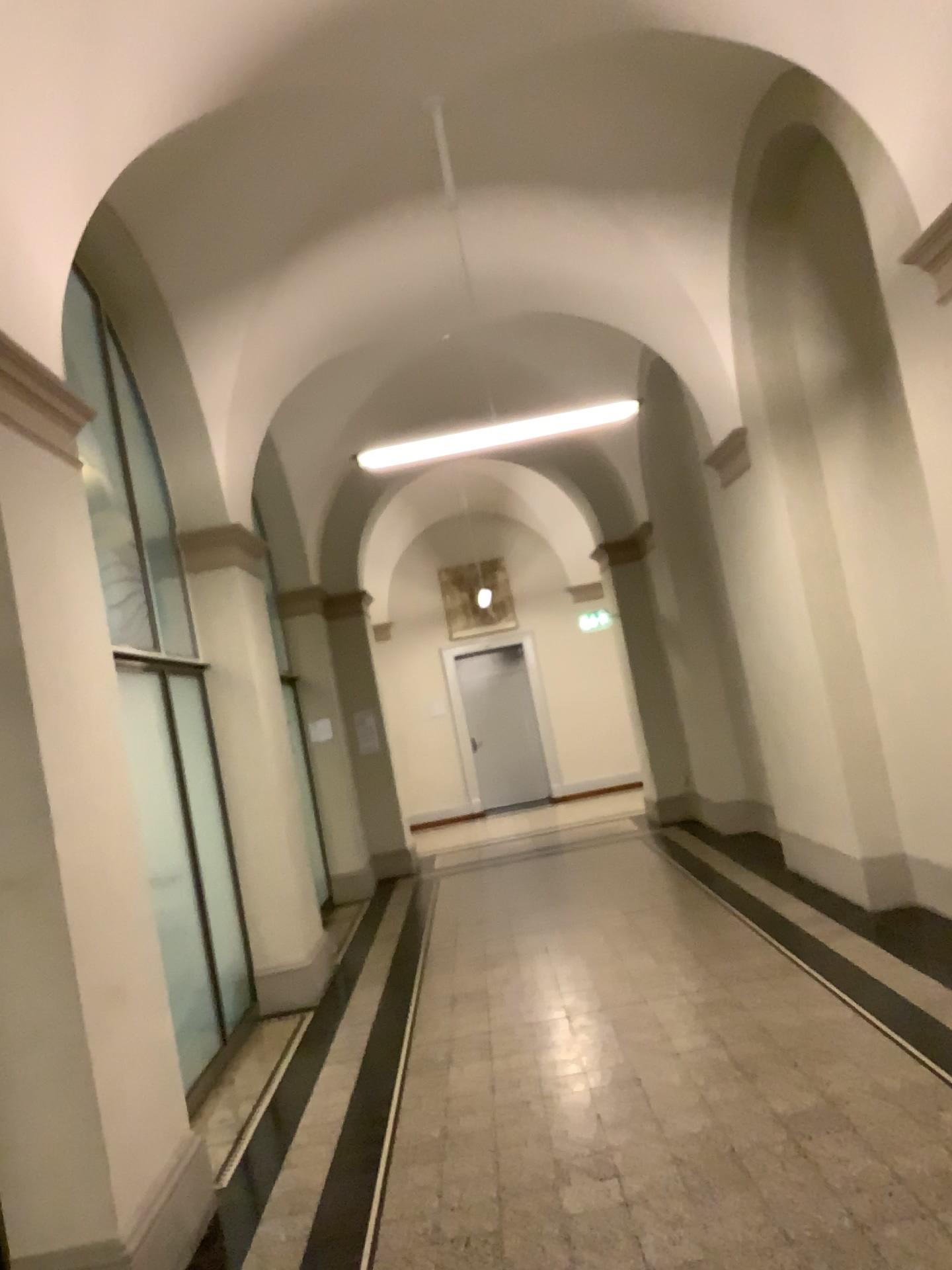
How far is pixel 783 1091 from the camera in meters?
3.9 m
